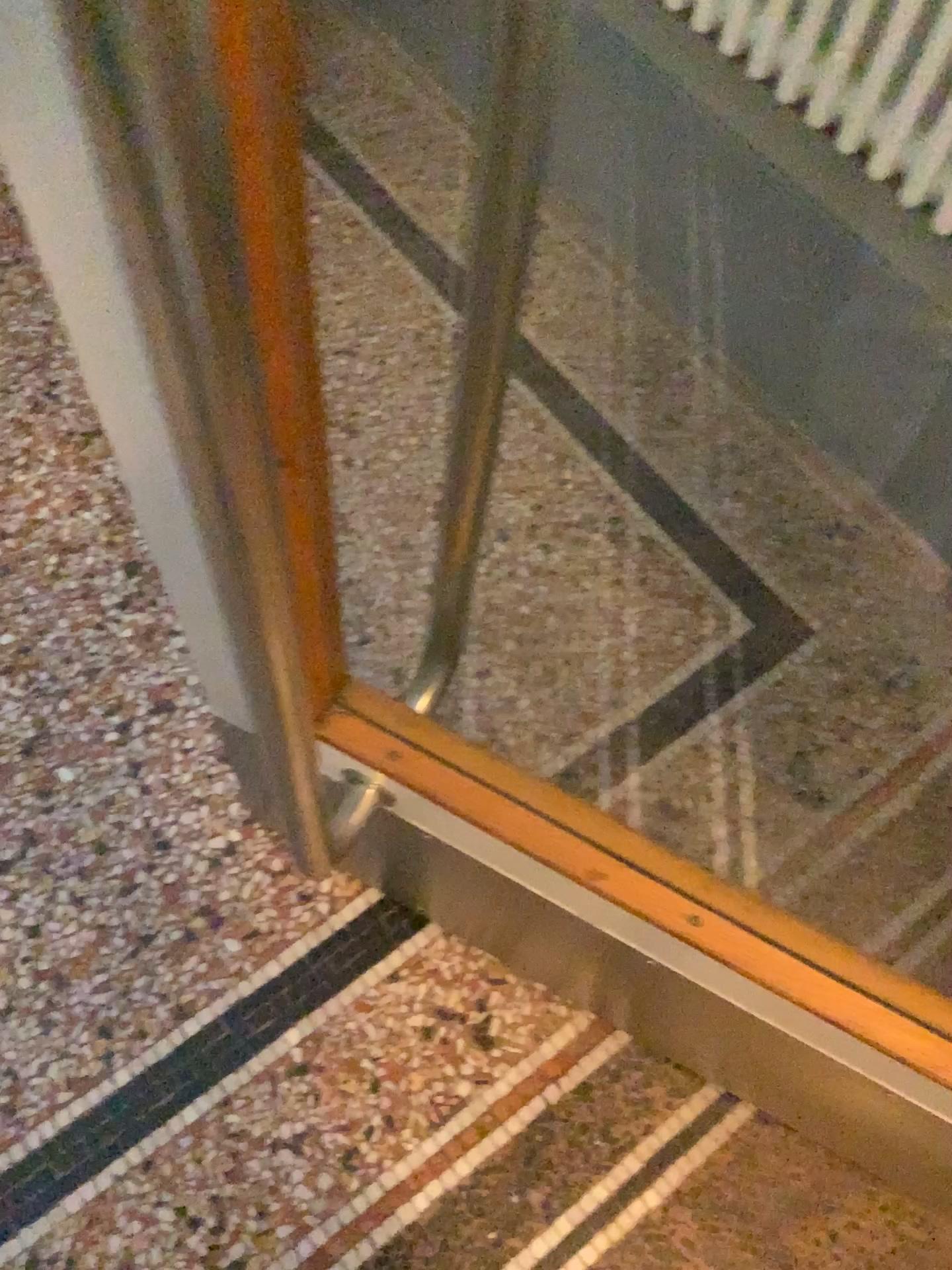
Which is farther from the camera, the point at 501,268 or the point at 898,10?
the point at 898,10

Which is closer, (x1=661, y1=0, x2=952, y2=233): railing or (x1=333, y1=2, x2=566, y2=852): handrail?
(x1=333, y1=2, x2=566, y2=852): handrail

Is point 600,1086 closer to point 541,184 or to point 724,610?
point 724,610

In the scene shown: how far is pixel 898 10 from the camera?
1.0 meters

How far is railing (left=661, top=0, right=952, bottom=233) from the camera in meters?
1.0
